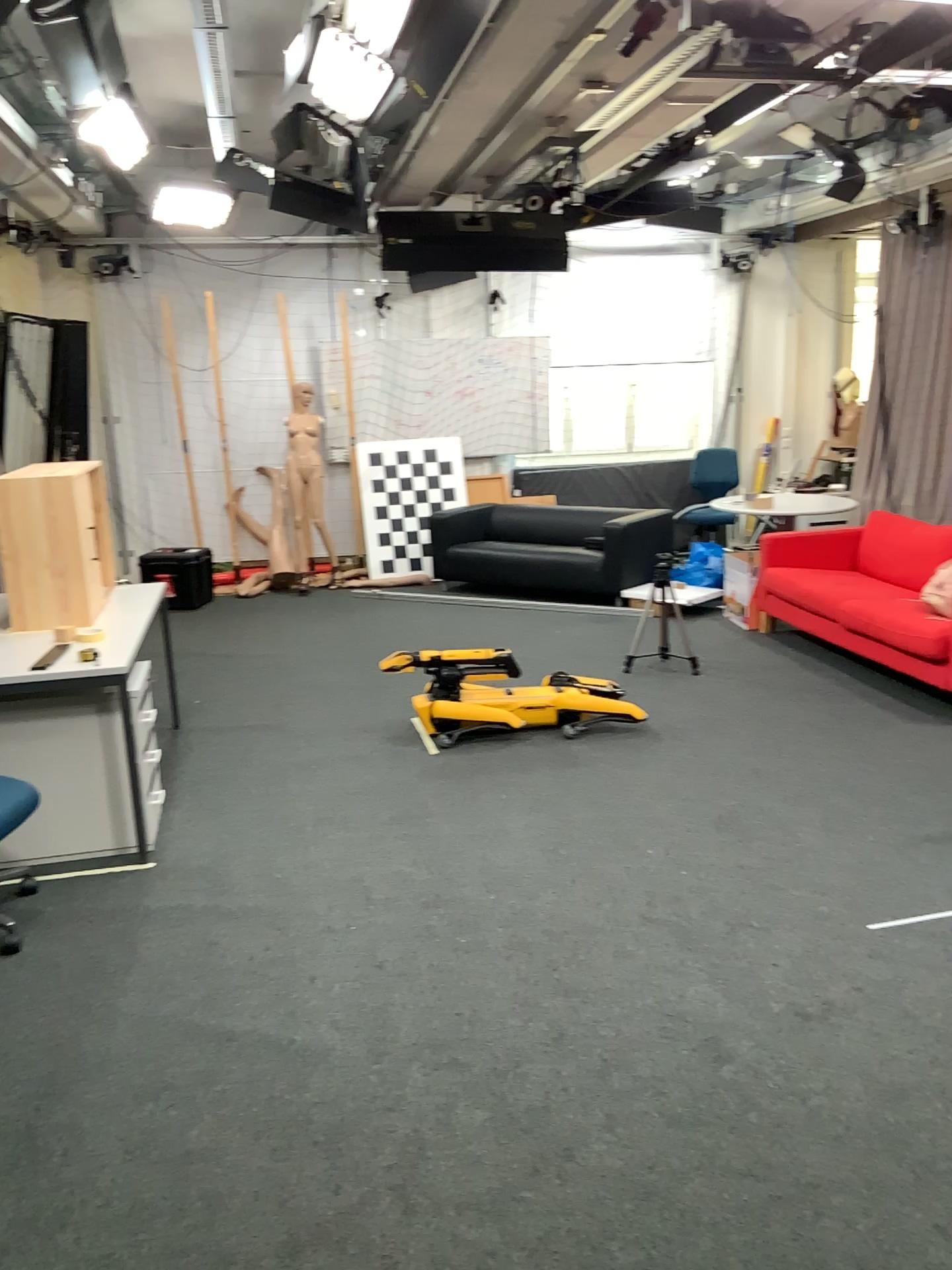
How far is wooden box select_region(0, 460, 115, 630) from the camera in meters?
4.1 m

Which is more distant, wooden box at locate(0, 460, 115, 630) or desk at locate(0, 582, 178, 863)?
wooden box at locate(0, 460, 115, 630)

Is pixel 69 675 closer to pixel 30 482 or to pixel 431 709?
pixel 30 482

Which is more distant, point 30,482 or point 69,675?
point 30,482

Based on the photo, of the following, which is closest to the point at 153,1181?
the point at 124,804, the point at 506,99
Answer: the point at 124,804

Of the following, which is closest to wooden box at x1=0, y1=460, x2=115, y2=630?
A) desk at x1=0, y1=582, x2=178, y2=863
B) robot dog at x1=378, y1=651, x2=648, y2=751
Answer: desk at x1=0, y1=582, x2=178, y2=863

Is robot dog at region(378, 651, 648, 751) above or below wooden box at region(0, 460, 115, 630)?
below

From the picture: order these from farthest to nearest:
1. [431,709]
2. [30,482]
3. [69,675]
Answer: [431,709] → [30,482] → [69,675]

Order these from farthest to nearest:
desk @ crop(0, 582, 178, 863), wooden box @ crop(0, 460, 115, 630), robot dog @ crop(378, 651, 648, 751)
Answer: robot dog @ crop(378, 651, 648, 751) → wooden box @ crop(0, 460, 115, 630) → desk @ crop(0, 582, 178, 863)

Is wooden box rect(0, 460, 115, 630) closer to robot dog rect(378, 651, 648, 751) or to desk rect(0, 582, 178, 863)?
desk rect(0, 582, 178, 863)
